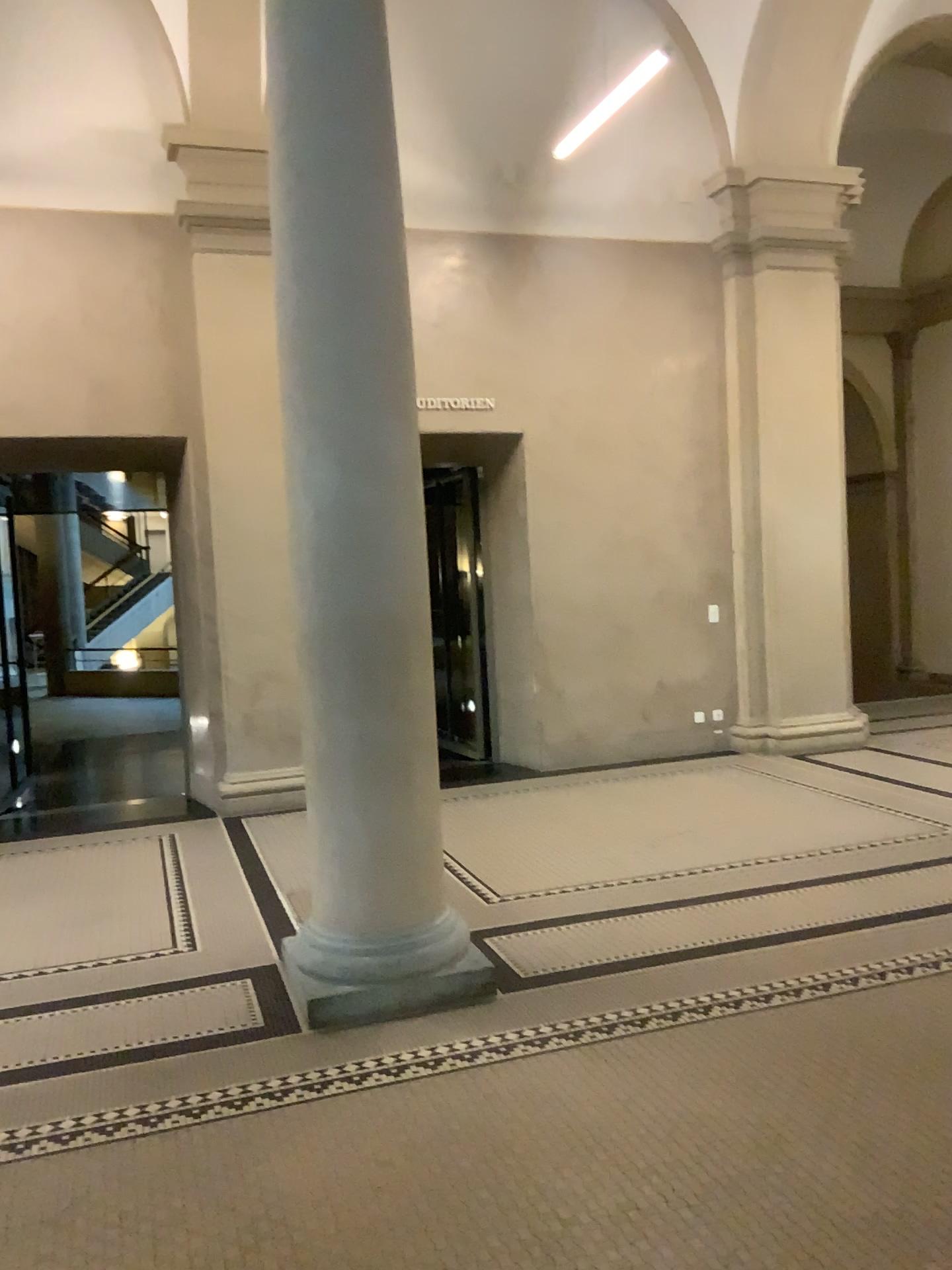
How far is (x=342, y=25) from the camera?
3.78m

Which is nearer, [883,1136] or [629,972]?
[883,1136]

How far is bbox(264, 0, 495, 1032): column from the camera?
3.8 meters
